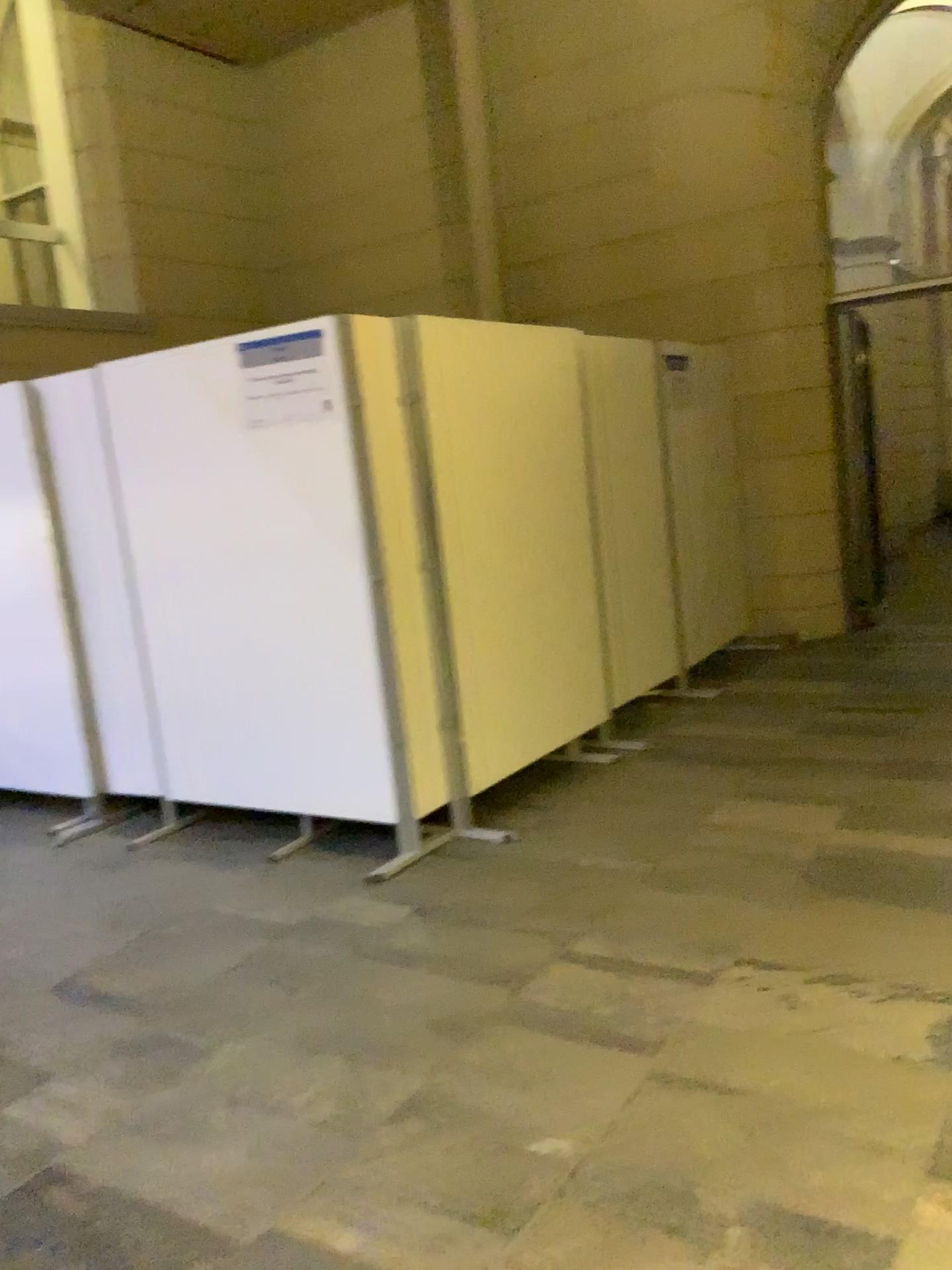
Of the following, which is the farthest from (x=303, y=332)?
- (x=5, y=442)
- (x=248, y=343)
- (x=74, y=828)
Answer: (x=74, y=828)

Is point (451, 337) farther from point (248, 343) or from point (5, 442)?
point (5, 442)

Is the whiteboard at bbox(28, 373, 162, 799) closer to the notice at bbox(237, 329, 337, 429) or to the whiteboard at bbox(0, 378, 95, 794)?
the whiteboard at bbox(0, 378, 95, 794)

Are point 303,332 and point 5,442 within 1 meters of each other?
no

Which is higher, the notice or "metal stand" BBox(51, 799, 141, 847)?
the notice

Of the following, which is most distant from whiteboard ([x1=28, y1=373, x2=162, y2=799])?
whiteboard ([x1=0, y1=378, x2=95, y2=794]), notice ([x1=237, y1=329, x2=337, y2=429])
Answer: notice ([x1=237, y1=329, x2=337, y2=429])

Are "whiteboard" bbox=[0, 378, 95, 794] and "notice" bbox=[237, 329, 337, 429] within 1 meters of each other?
no

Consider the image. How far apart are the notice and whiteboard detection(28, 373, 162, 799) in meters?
0.9 m

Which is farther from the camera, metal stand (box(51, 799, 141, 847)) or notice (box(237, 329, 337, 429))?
metal stand (box(51, 799, 141, 847))

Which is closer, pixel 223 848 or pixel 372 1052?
pixel 372 1052
